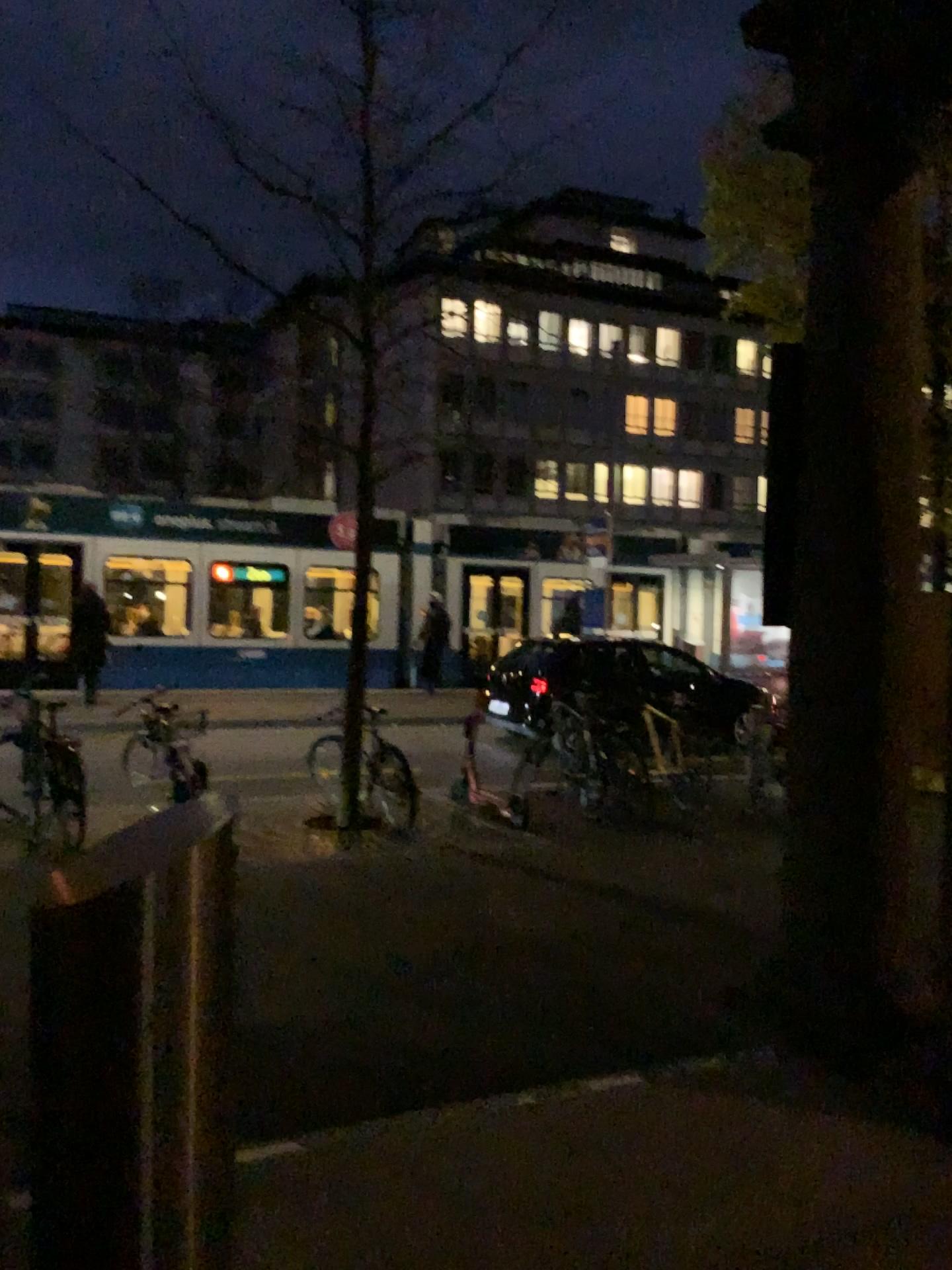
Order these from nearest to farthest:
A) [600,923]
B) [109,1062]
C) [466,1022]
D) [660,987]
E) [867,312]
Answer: [109,1062]
[867,312]
[466,1022]
[660,987]
[600,923]

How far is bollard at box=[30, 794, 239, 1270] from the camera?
1.85m

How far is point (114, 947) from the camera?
1.9m
